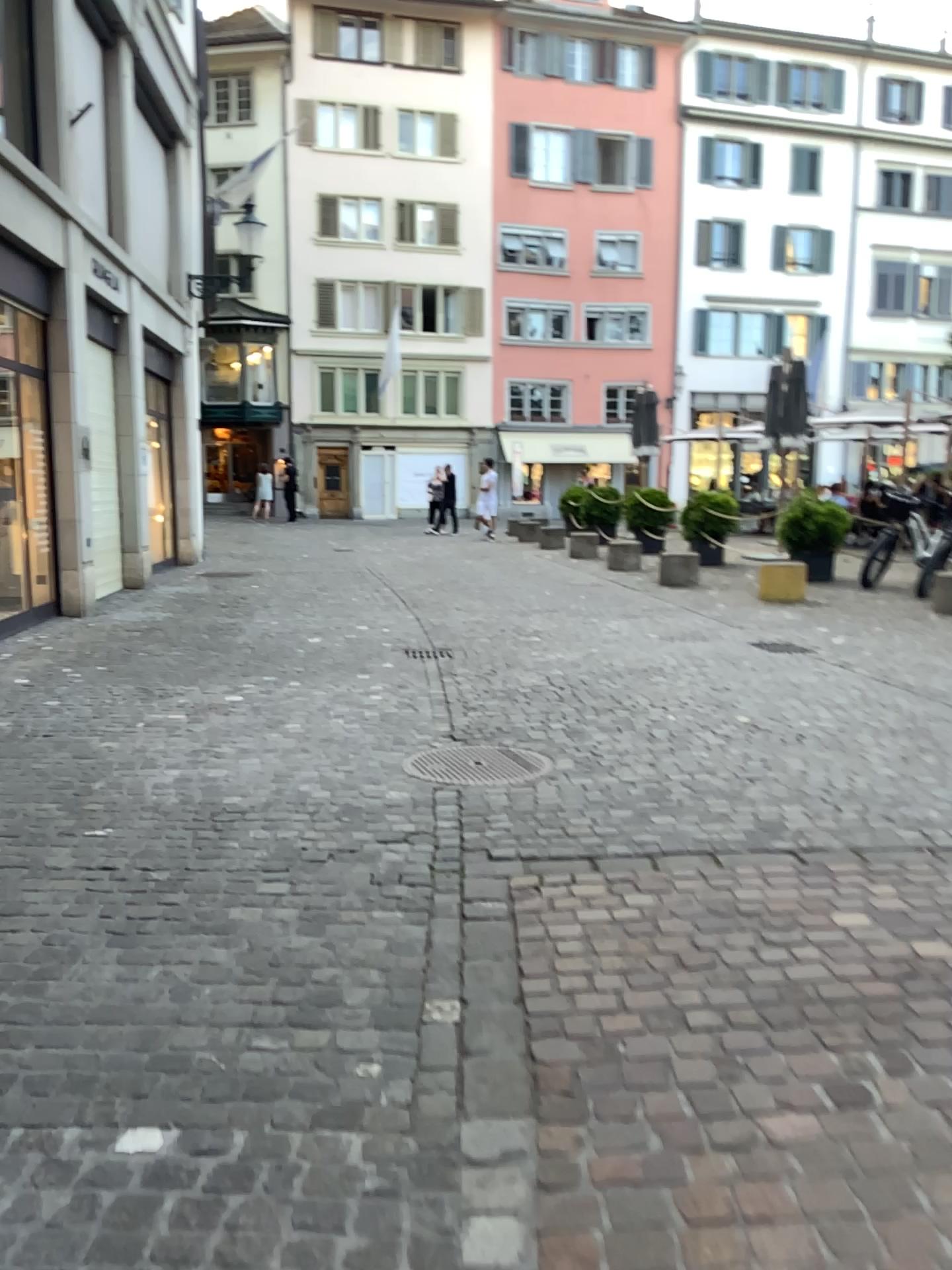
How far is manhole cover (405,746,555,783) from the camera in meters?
4.6

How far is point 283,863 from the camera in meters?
3.5

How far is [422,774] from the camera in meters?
4.6
